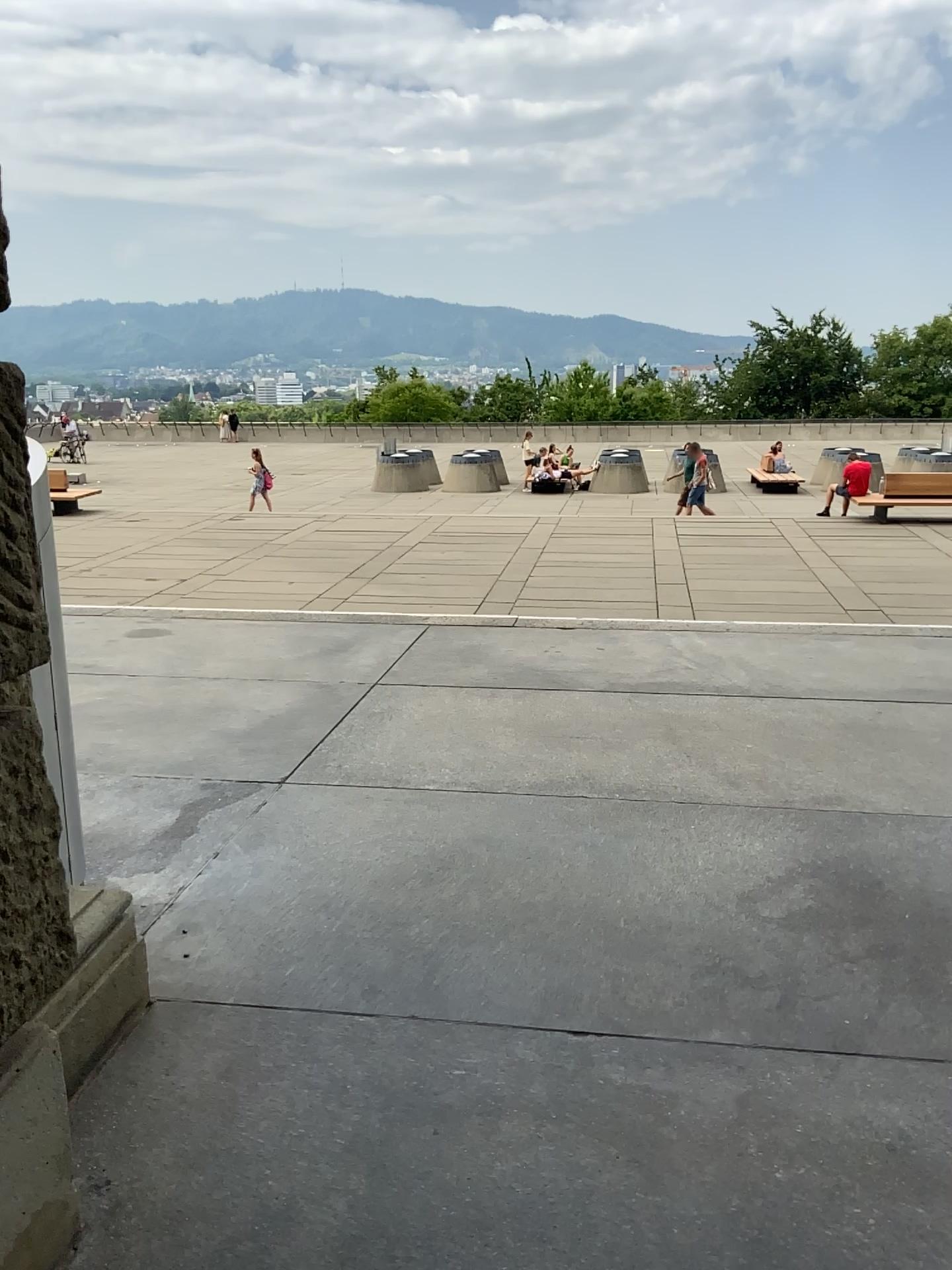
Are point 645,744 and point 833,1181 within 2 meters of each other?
no
